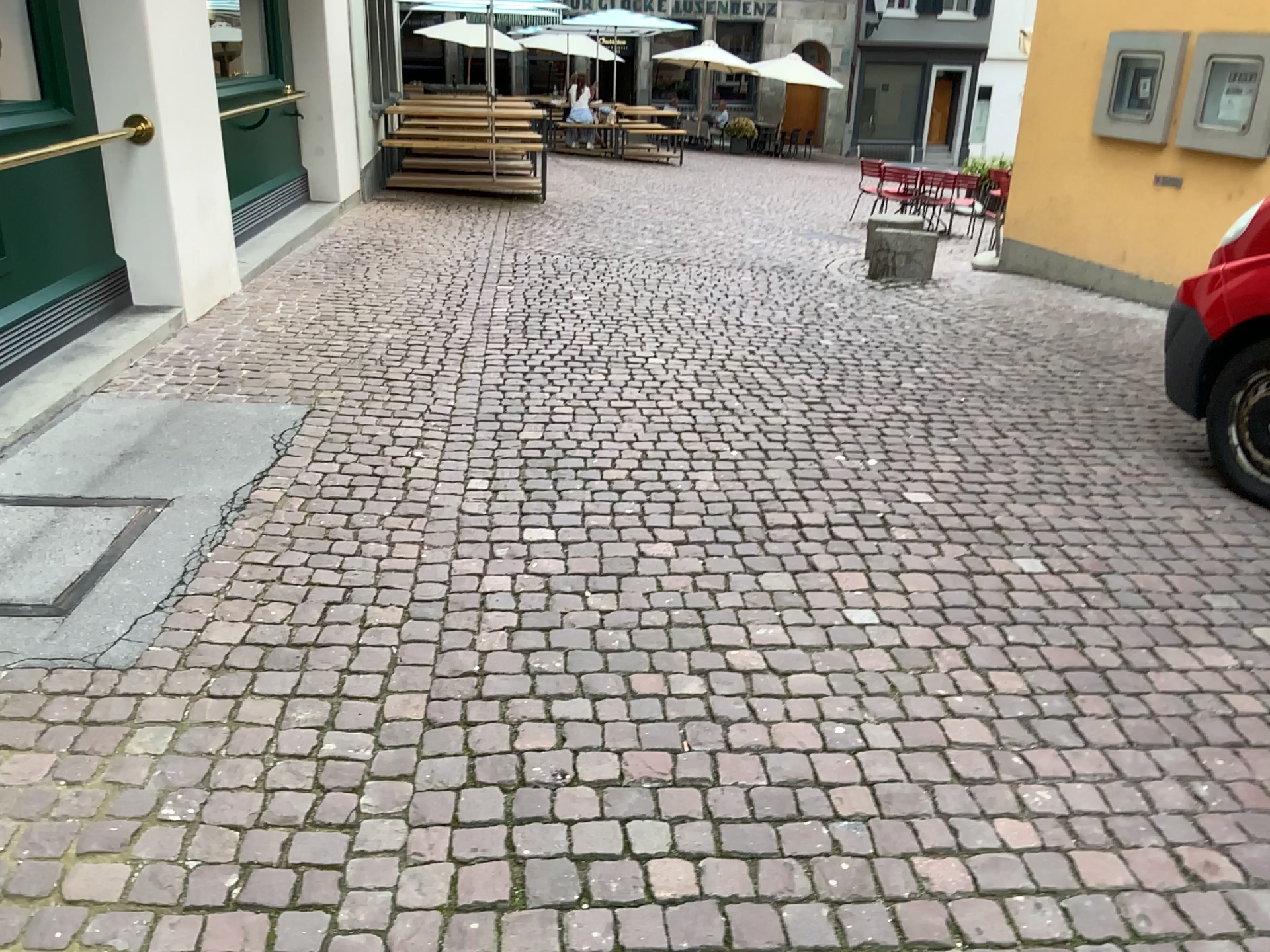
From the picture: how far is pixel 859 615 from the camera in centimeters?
306cm
